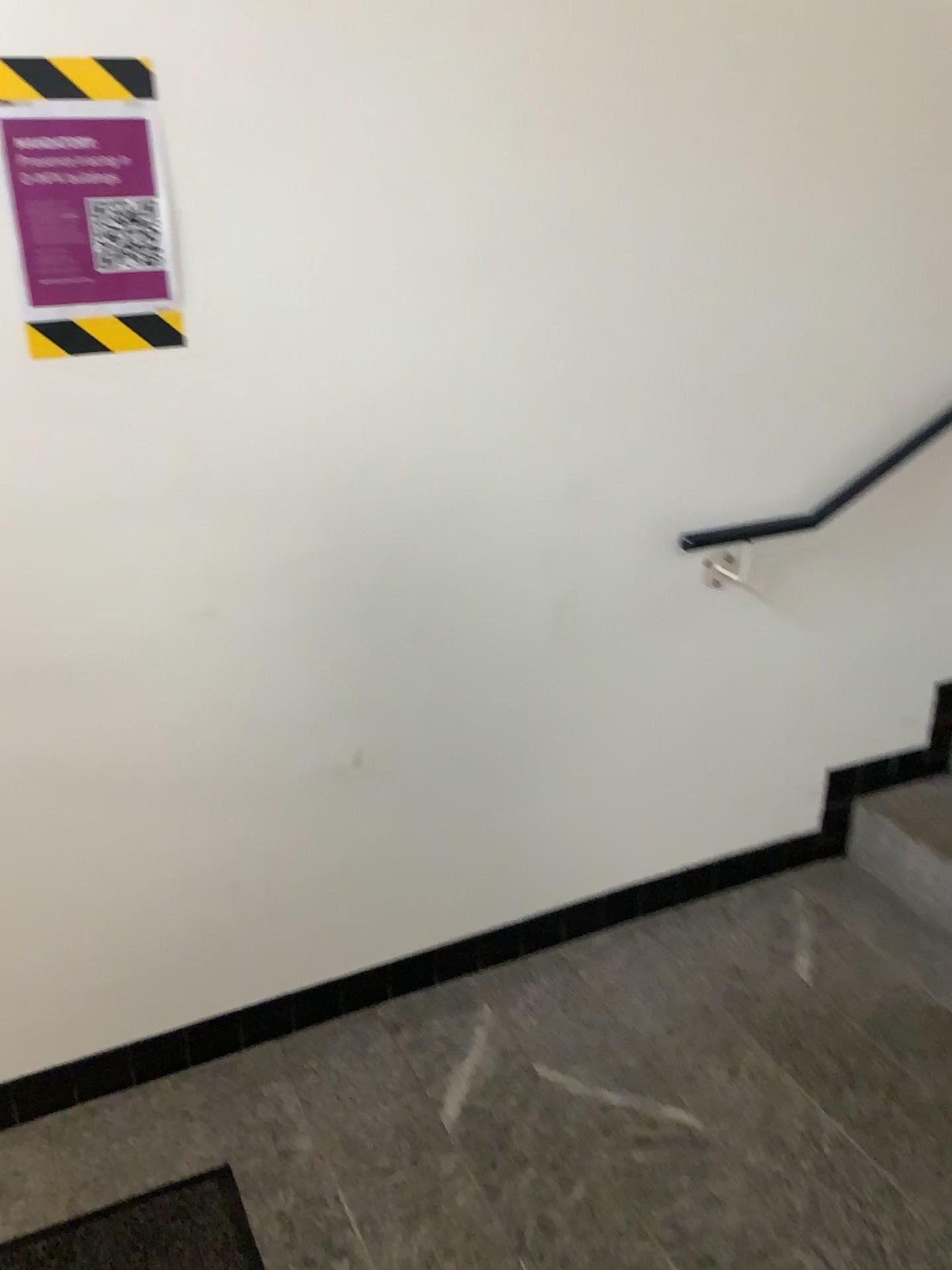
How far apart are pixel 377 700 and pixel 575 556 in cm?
45

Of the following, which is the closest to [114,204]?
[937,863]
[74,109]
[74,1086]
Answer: [74,109]

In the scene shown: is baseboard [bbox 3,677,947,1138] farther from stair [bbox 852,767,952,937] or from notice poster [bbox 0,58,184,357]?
notice poster [bbox 0,58,184,357]

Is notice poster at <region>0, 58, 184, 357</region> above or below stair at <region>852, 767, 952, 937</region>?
above

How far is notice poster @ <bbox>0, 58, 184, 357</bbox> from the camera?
1.4m

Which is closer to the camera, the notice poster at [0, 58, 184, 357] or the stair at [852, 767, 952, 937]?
the notice poster at [0, 58, 184, 357]

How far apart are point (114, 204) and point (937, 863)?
2.1m

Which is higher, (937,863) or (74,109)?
(74,109)

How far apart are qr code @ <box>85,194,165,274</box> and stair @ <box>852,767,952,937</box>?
1.9m

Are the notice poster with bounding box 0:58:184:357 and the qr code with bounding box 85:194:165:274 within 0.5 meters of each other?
yes
